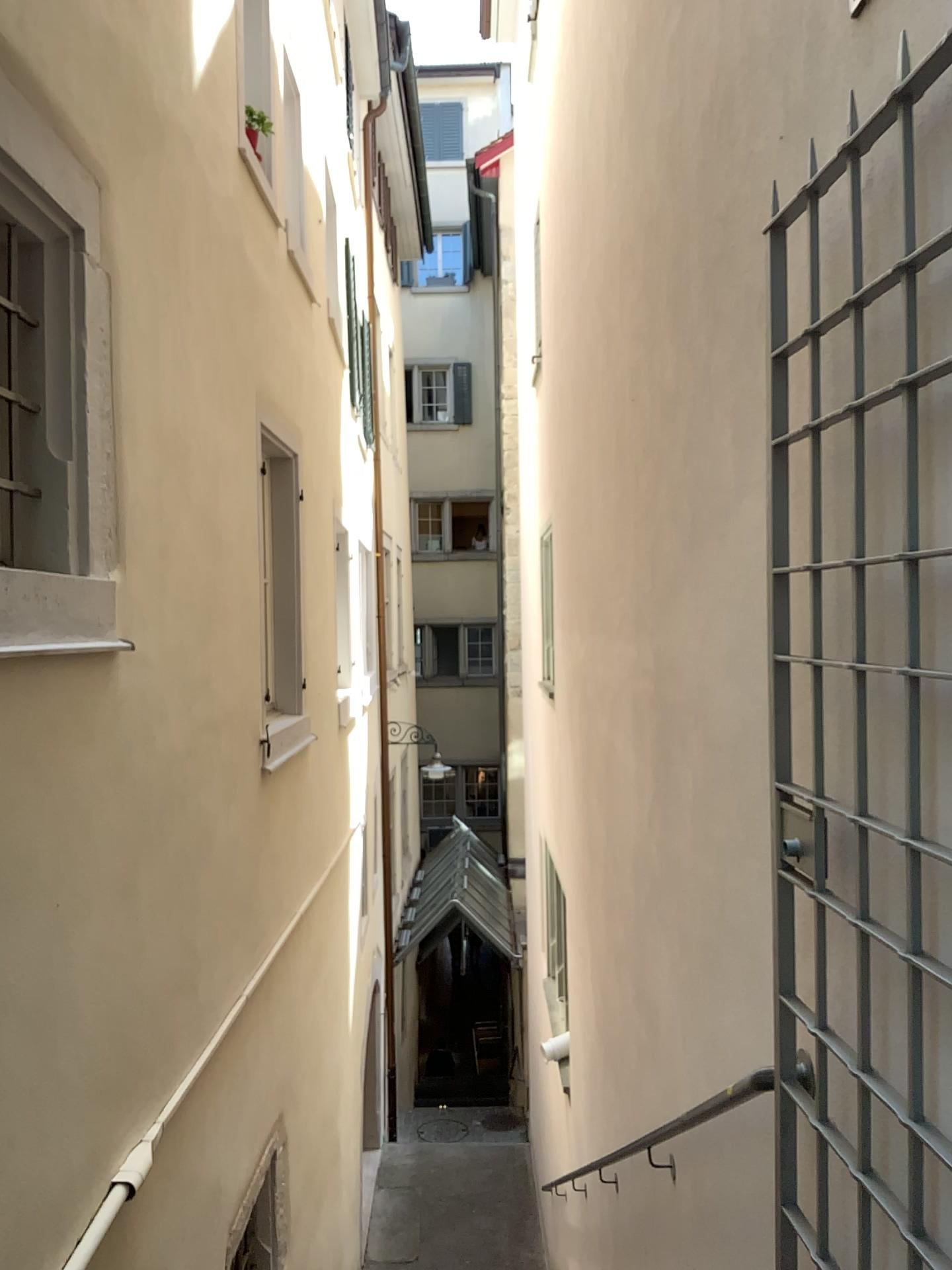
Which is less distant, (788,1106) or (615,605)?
(788,1106)
